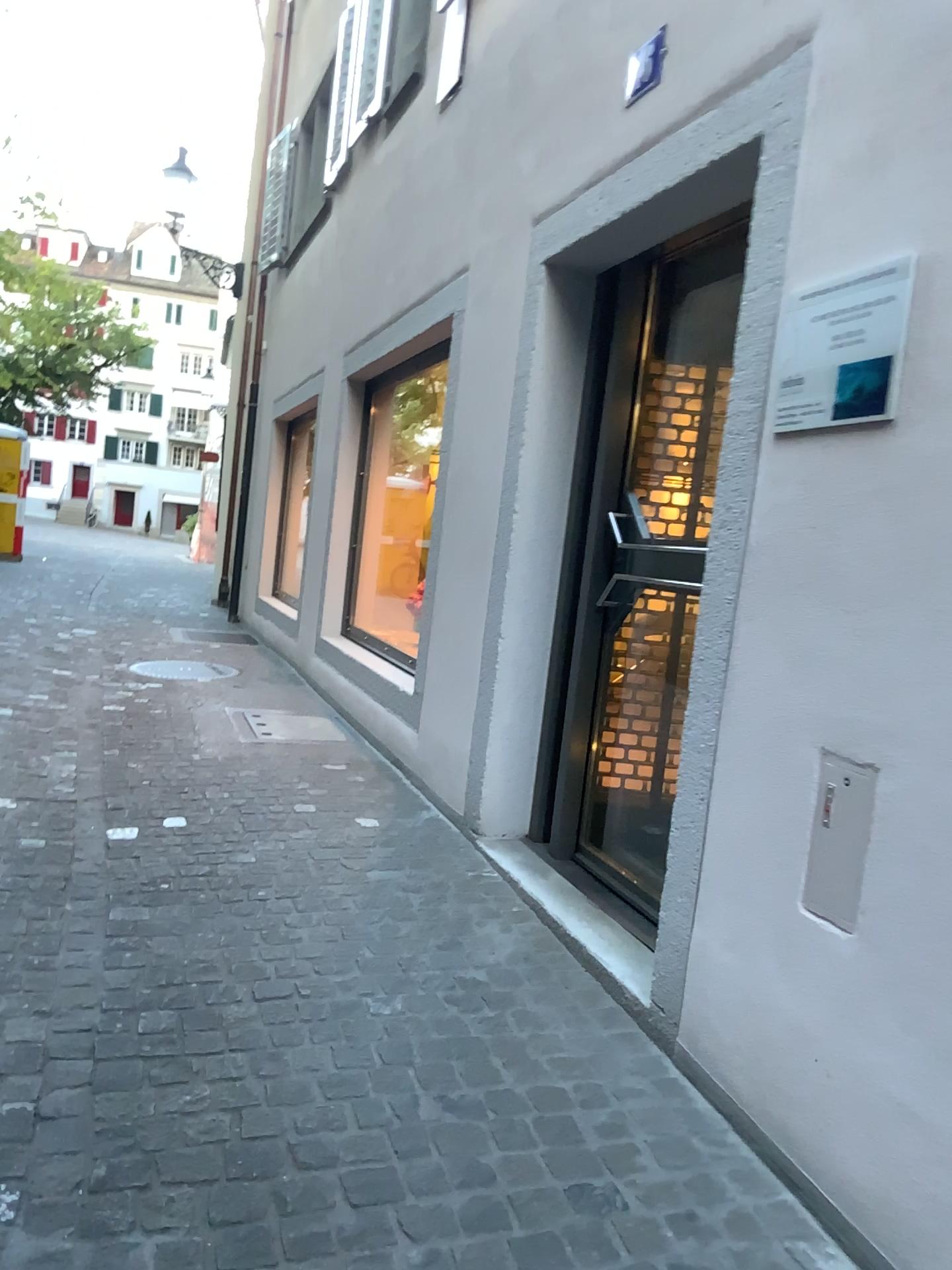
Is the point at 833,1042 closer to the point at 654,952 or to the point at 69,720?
the point at 654,952

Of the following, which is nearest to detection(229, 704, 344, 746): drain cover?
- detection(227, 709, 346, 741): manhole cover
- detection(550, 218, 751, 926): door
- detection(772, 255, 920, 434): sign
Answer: detection(227, 709, 346, 741): manhole cover

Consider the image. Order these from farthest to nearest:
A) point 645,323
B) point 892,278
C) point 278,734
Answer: point 278,734 → point 645,323 → point 892,278

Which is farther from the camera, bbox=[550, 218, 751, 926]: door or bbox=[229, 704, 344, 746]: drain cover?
bbox=[229, 704, 344, 746]: drain cover

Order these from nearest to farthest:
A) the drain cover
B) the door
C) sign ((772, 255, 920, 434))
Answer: sign ((772, 255, 920, 434)) → the door → the drain cover

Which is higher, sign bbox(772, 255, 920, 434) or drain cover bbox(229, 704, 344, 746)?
sign bbox(772, 255, 920, 434)

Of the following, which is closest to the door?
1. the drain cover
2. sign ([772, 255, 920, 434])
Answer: sign ([772, 255, 920, 434])

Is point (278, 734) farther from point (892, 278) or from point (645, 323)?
point (892, 278)

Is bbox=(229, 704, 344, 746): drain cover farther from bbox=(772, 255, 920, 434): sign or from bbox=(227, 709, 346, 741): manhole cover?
bbox=(772, 255, 920, 434): sign

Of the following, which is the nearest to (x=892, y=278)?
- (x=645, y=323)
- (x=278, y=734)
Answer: (x=645, y=323)
